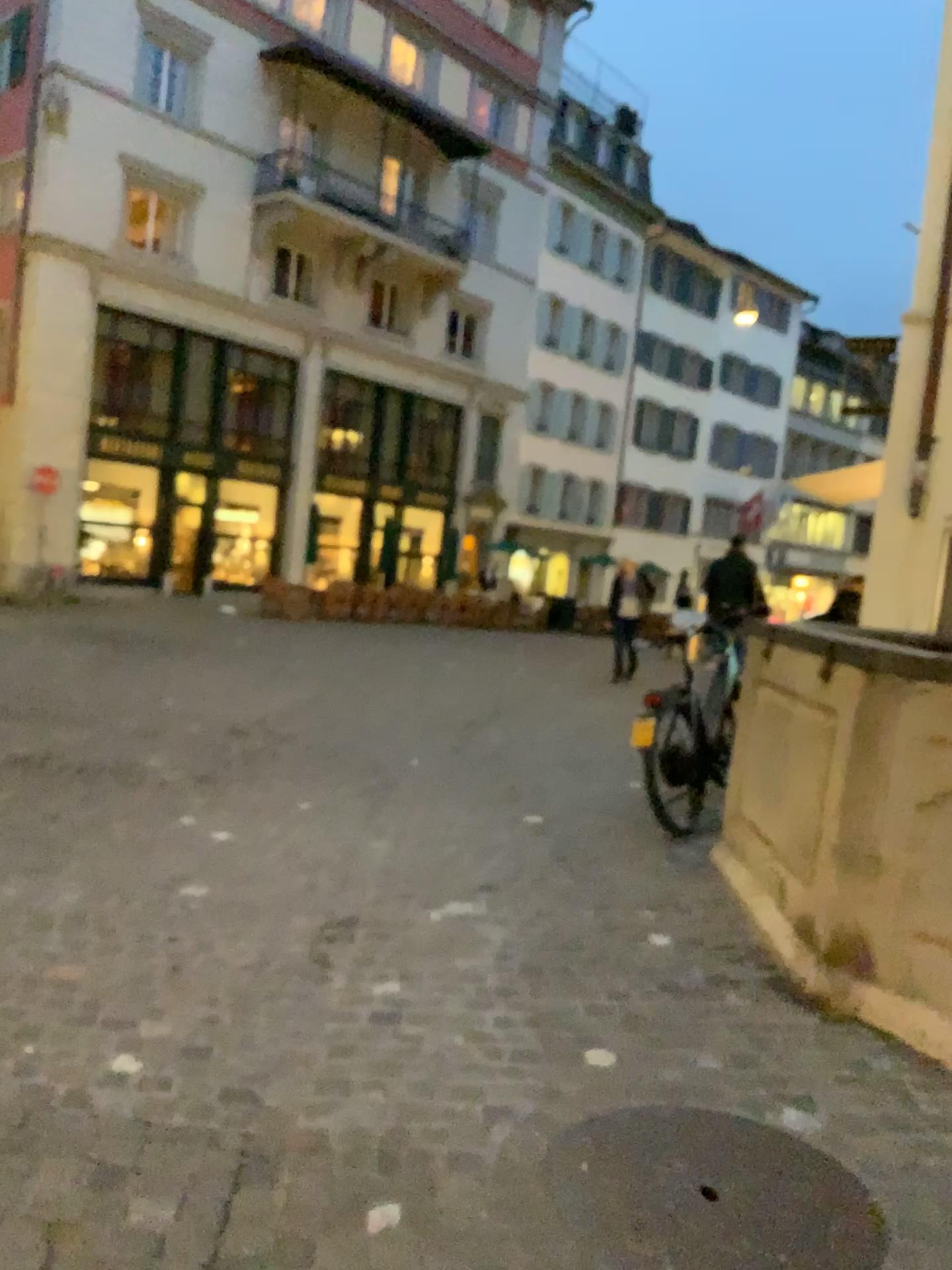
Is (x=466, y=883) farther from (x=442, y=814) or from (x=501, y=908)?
(x=442, y=814)
